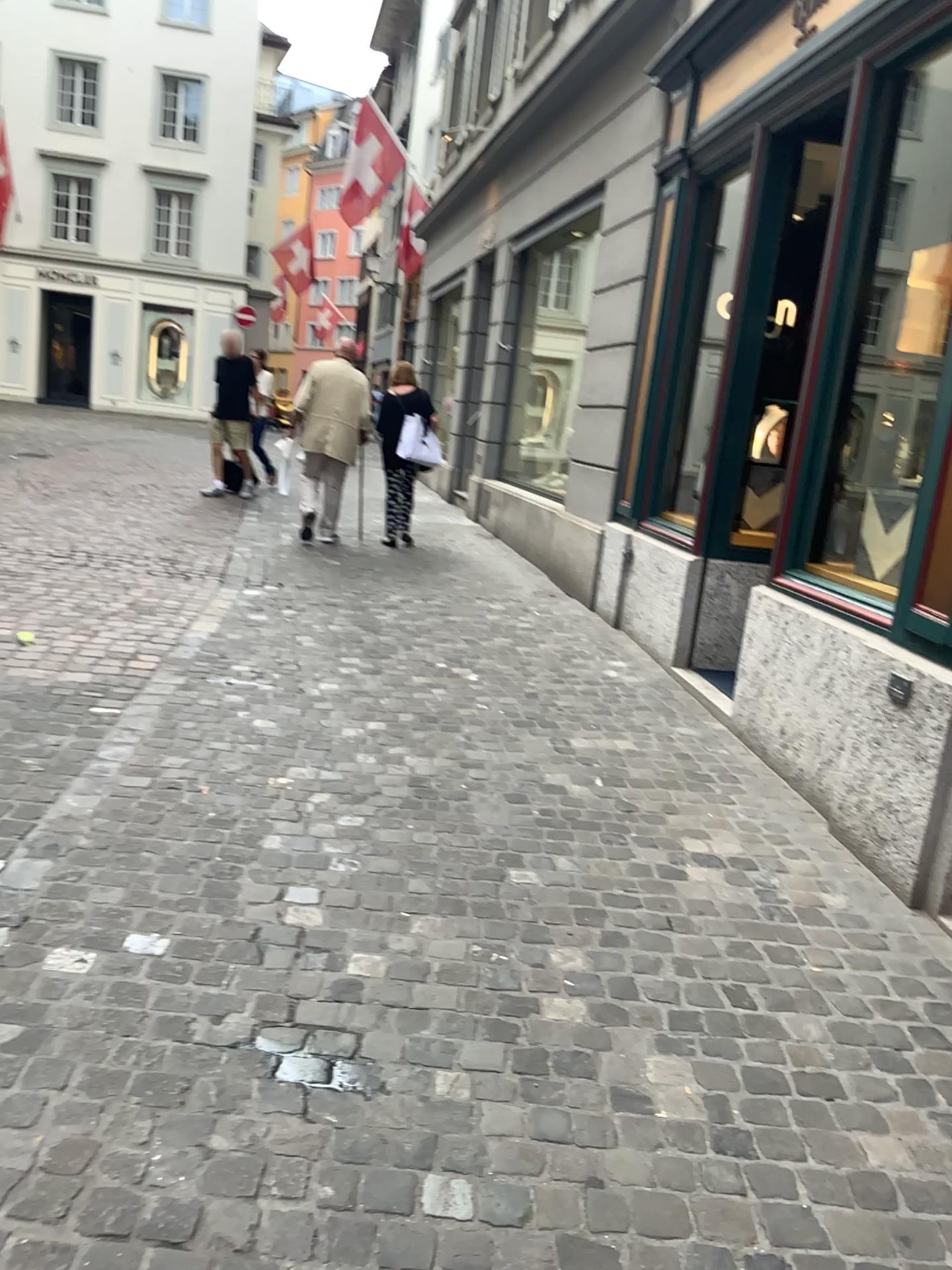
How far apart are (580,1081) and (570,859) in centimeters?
109cm
